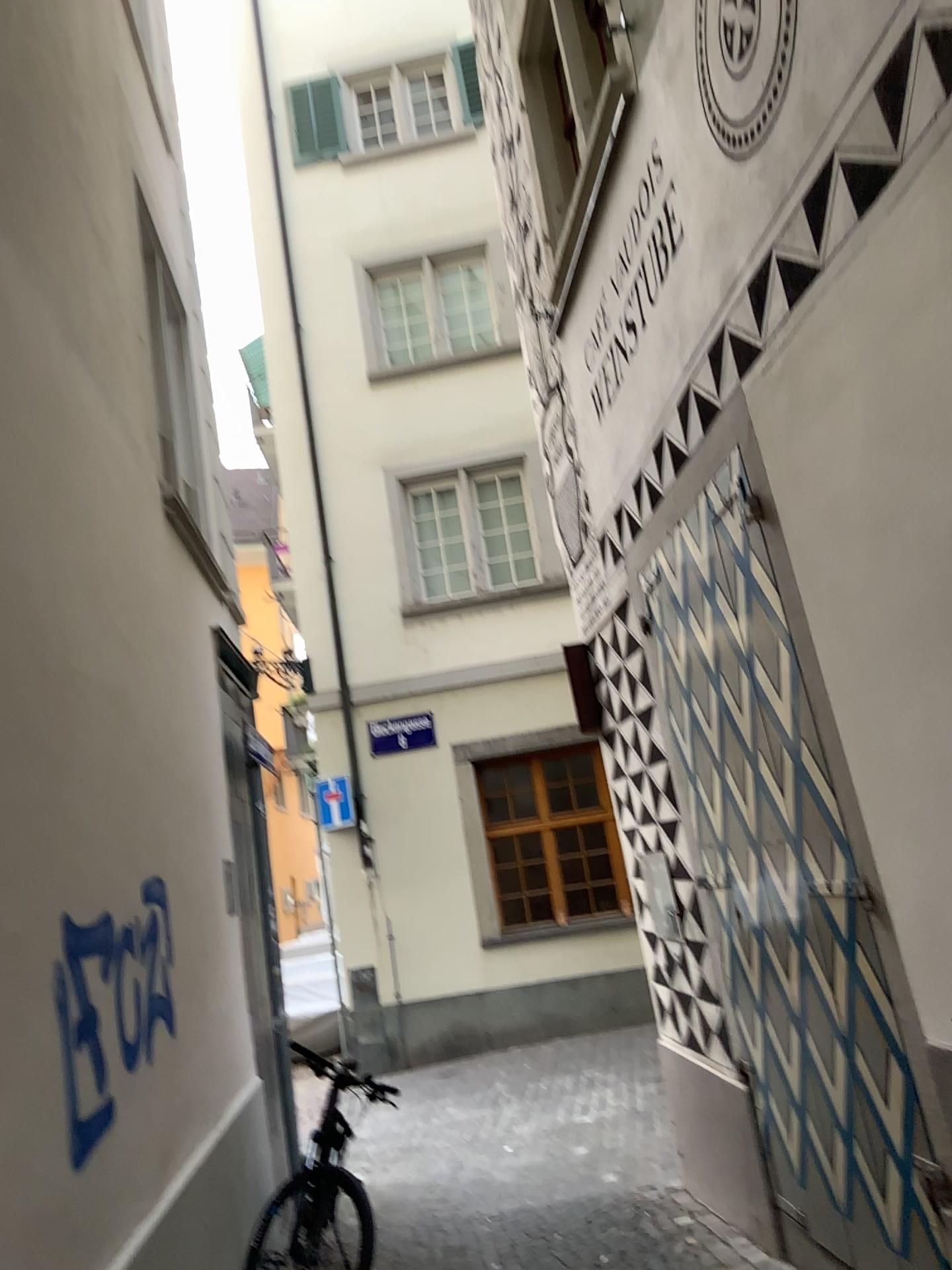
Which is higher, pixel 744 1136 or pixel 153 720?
pixel 153 720
